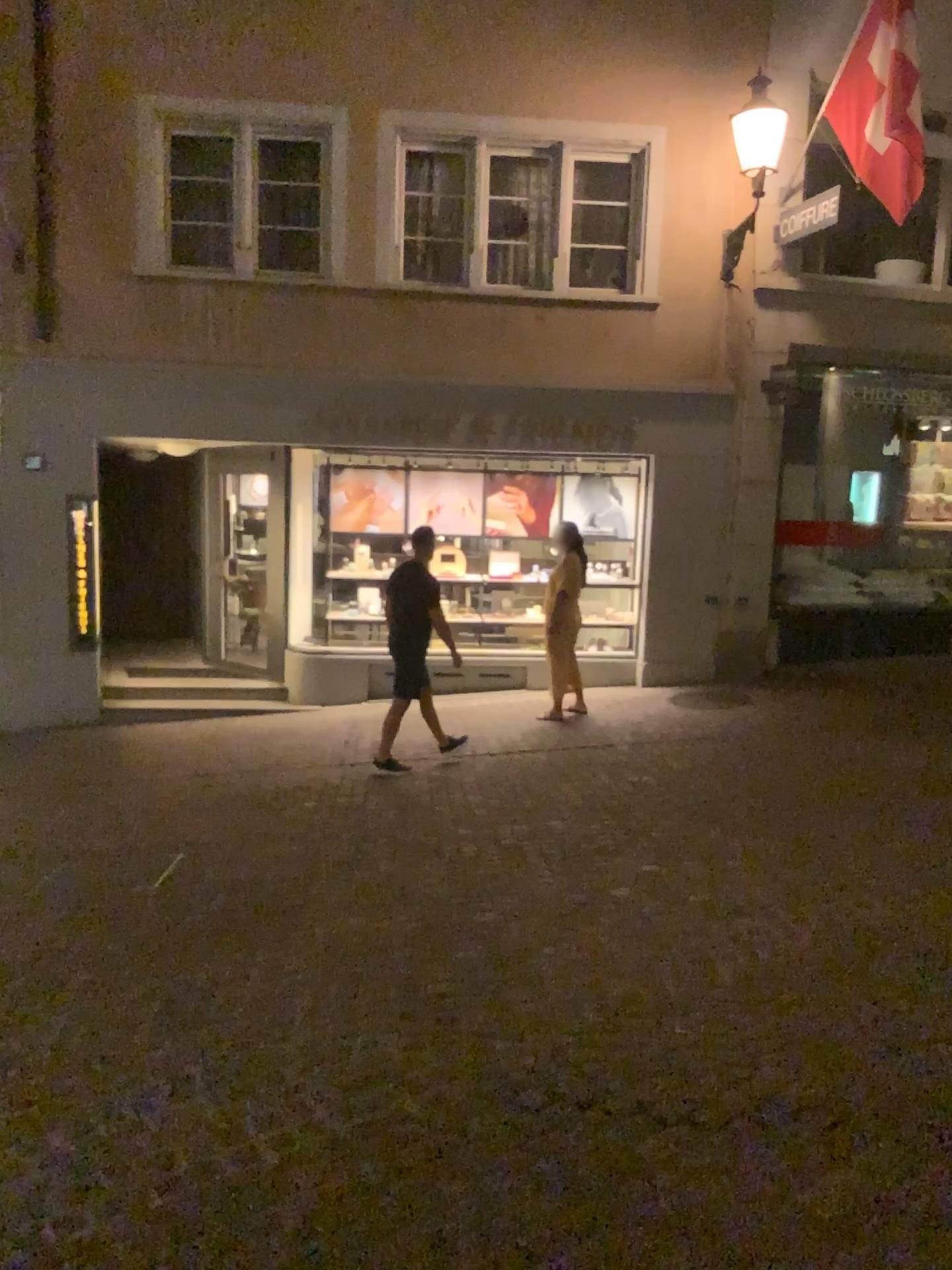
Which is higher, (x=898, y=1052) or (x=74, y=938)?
(x=898, y=1052)
